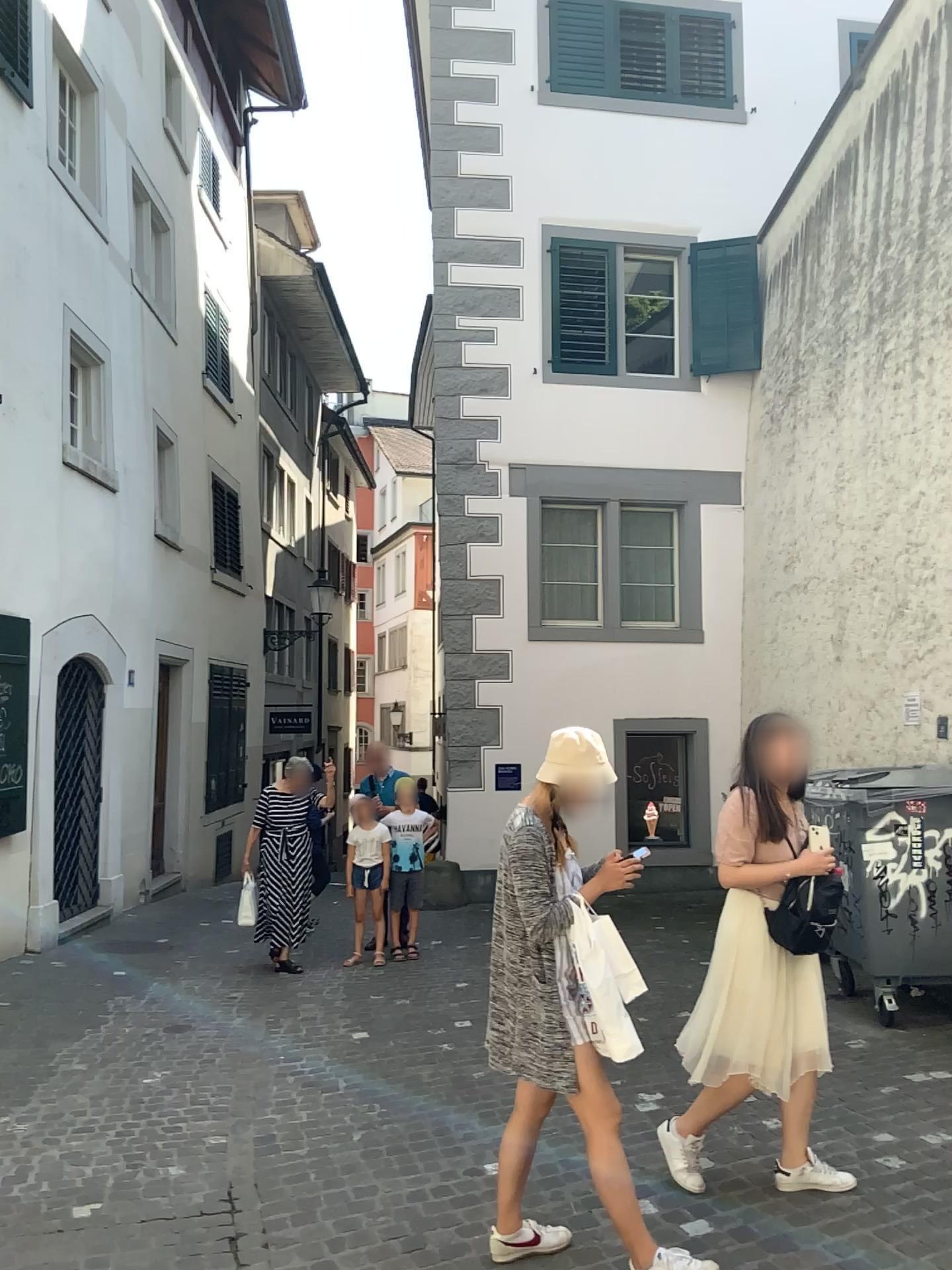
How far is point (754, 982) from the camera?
3.6m

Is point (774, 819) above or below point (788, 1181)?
above

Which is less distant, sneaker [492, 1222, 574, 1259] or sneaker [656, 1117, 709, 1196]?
sneaker [492, 1222, 574, 1259]

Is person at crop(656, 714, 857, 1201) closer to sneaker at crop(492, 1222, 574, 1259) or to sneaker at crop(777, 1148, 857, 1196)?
sneaker at crop(777, 1148, 857, 1196)

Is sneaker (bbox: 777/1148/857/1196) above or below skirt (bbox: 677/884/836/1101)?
below

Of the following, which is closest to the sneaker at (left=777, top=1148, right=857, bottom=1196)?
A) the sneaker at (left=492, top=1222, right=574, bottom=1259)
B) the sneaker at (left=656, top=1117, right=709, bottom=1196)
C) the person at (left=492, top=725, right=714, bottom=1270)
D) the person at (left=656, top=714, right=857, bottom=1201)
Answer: the person at (left=656, top=714, right=857, bottom=1201)

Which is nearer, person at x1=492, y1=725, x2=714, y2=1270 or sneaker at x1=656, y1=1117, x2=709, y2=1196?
person at x1=492, y1=725, x2=714, y2=1270

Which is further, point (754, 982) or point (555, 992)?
point (754, 982)

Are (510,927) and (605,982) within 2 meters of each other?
yes

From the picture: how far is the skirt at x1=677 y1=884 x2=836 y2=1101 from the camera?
3.6m
